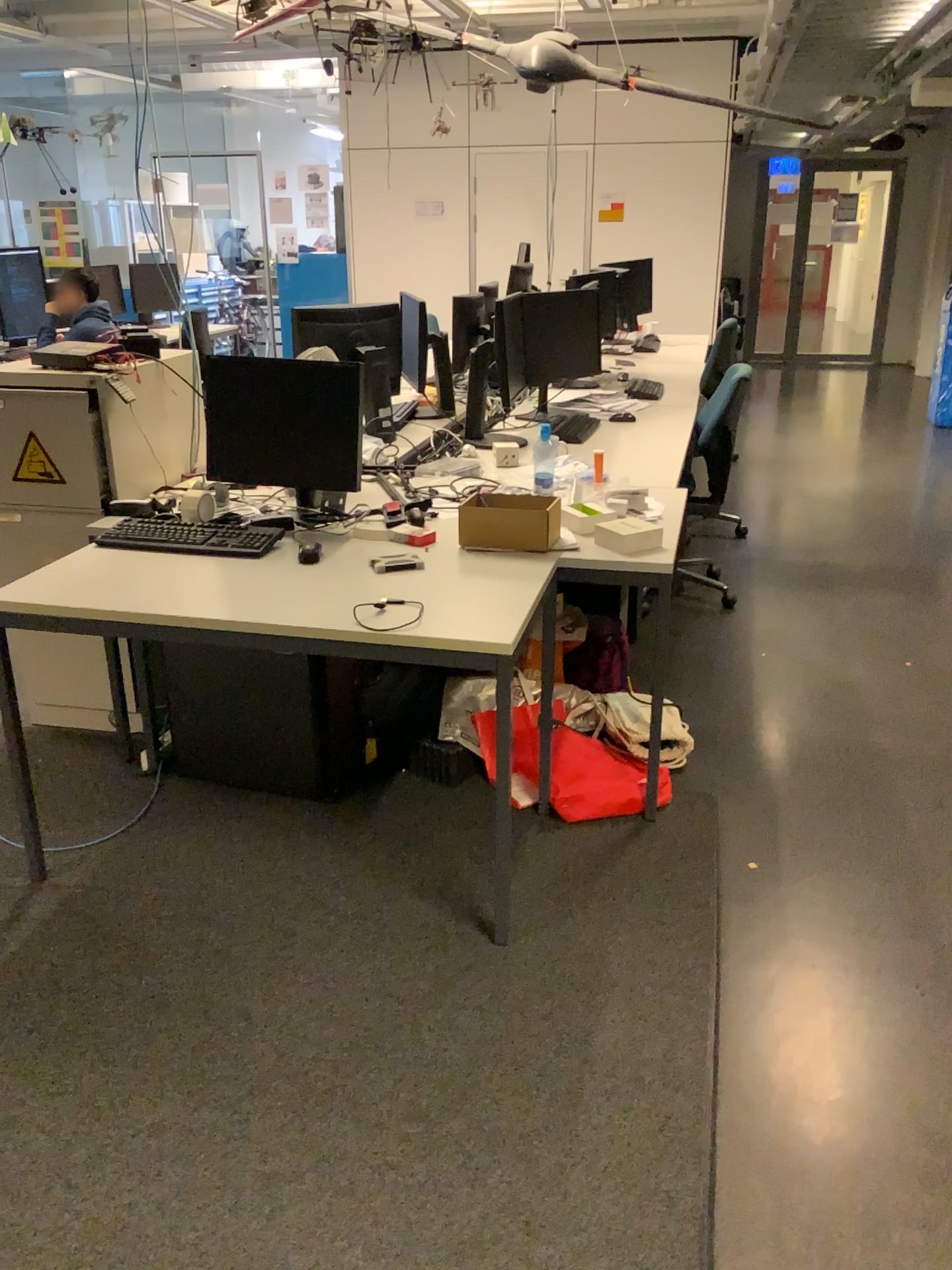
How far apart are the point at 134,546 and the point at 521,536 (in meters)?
0.98

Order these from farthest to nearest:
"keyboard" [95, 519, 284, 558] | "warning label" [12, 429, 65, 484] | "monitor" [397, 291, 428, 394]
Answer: "monitor" [397, 291, 428, 394] → "warning label" [12, 429, 65, 484] → "keyboard" [95, 519, 284, 558]

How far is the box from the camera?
2.7 meters

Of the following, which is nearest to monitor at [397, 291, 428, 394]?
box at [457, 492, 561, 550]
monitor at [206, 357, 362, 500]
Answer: monitor at [206, 357, 362, 500]

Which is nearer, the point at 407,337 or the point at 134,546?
the point at 134,546

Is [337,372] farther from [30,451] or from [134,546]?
[30,451]

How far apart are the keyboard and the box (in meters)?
0.50

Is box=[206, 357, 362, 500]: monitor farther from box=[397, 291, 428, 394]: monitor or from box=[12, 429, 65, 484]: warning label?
box=[397, 291, 428, 394]: monitor

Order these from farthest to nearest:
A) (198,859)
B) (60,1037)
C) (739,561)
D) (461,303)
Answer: (739,561) < (461,303) < (198,859) < (60,1037)

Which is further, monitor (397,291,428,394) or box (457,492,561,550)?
monitor (397,291,428,394)
